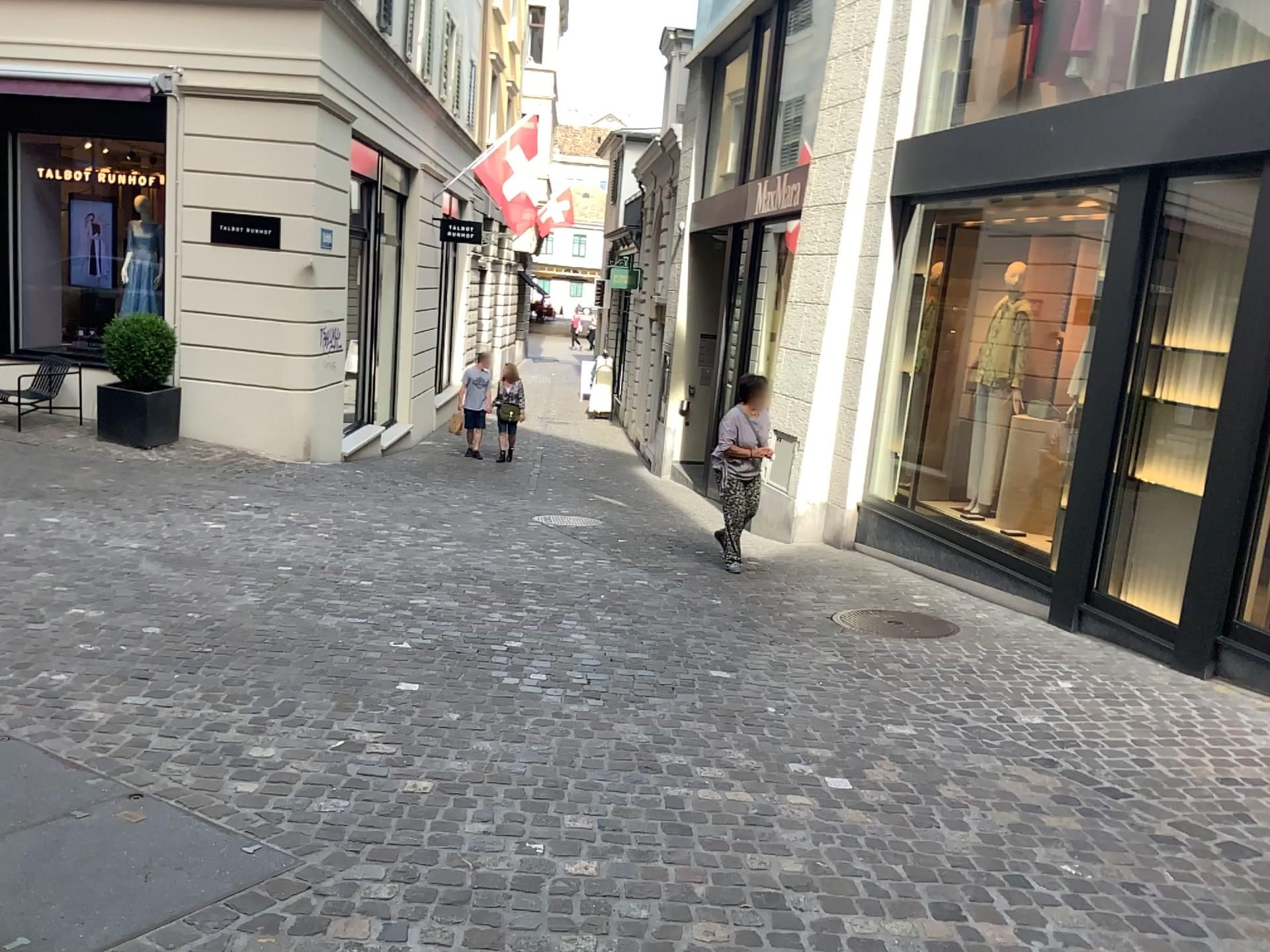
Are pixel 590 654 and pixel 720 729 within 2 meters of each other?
yes
